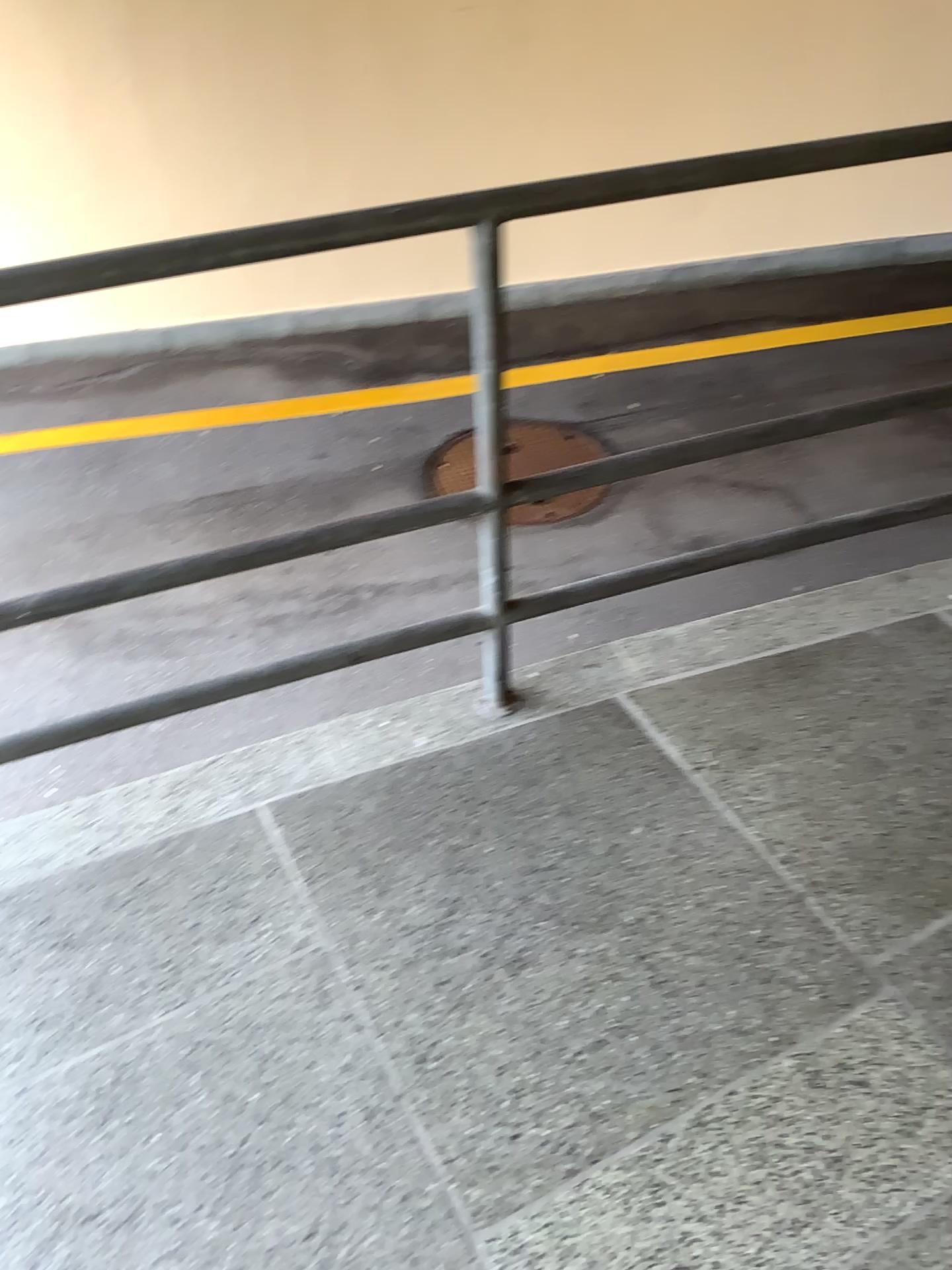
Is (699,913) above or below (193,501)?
above
